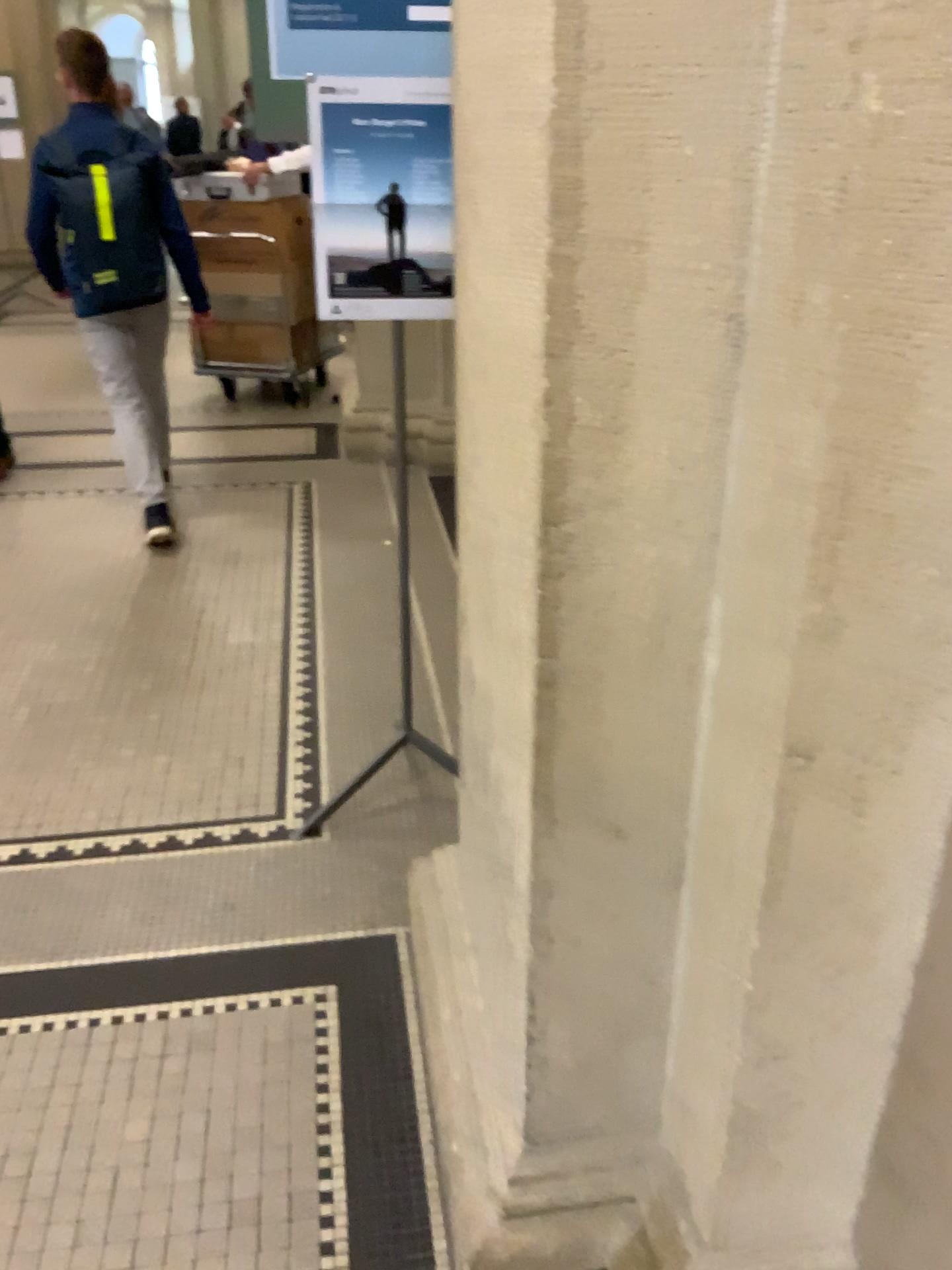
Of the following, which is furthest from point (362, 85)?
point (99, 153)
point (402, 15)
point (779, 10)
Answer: point (99, 153)

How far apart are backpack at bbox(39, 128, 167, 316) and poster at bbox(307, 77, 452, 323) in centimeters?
188cm

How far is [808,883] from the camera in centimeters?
100cm

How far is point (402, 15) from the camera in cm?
187

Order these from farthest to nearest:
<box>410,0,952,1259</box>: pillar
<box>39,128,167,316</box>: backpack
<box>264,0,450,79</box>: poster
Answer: <box>39,128,167,316</box>: backpack → <box>264,0,450,79</box>: poster → <box>410,0,952,1259</box>: pillar

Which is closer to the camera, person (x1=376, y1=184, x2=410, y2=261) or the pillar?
the pillar

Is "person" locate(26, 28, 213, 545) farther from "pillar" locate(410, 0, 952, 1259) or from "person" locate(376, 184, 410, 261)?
"pillar" locate(410, 0, 952, 1259)

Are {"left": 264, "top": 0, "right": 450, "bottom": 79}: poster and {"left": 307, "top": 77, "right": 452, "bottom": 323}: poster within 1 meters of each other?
yes

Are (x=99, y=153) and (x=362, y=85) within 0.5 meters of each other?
no

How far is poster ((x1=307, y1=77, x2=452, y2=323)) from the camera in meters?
1.9 m
